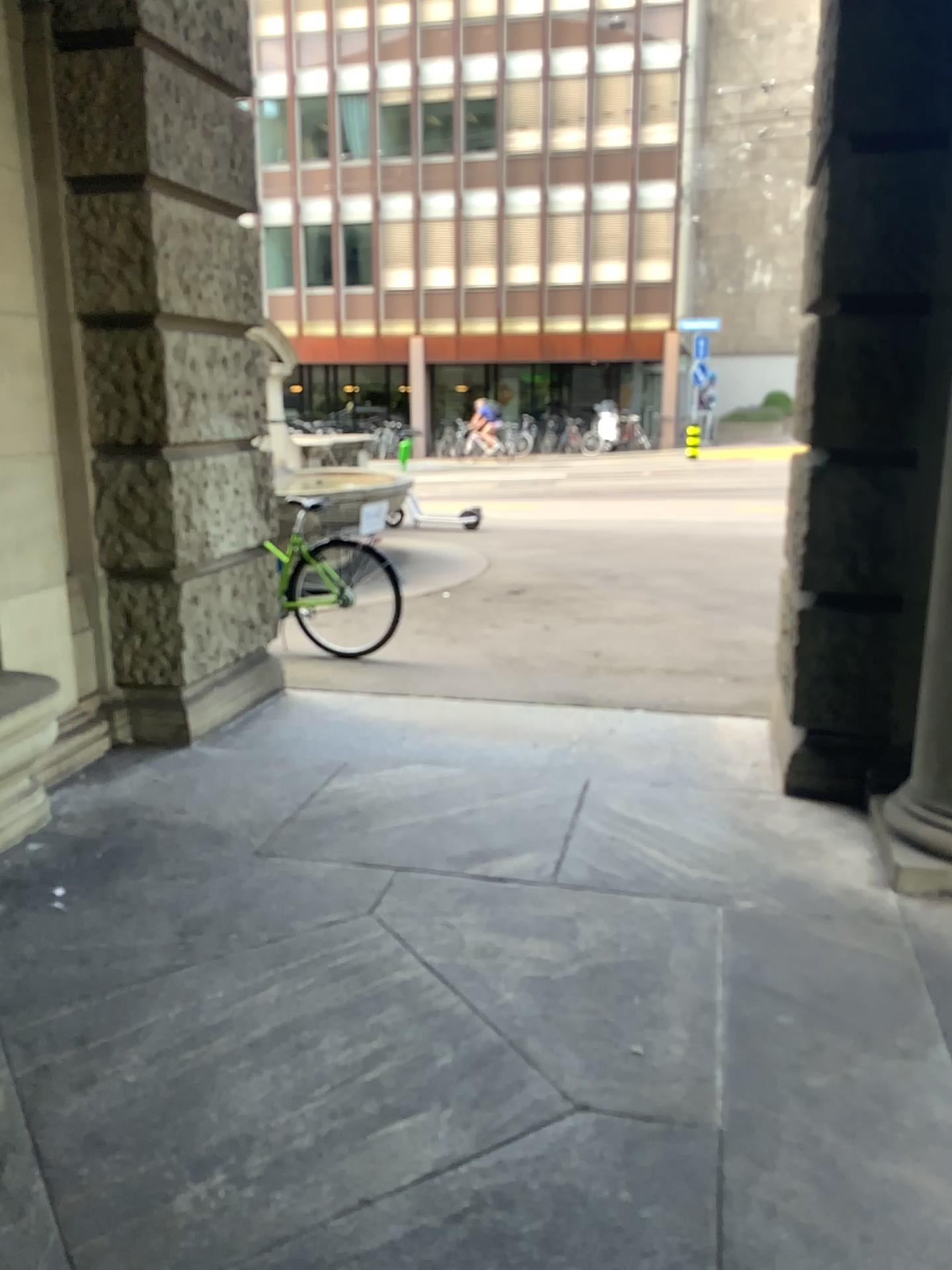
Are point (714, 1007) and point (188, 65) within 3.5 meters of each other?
no
